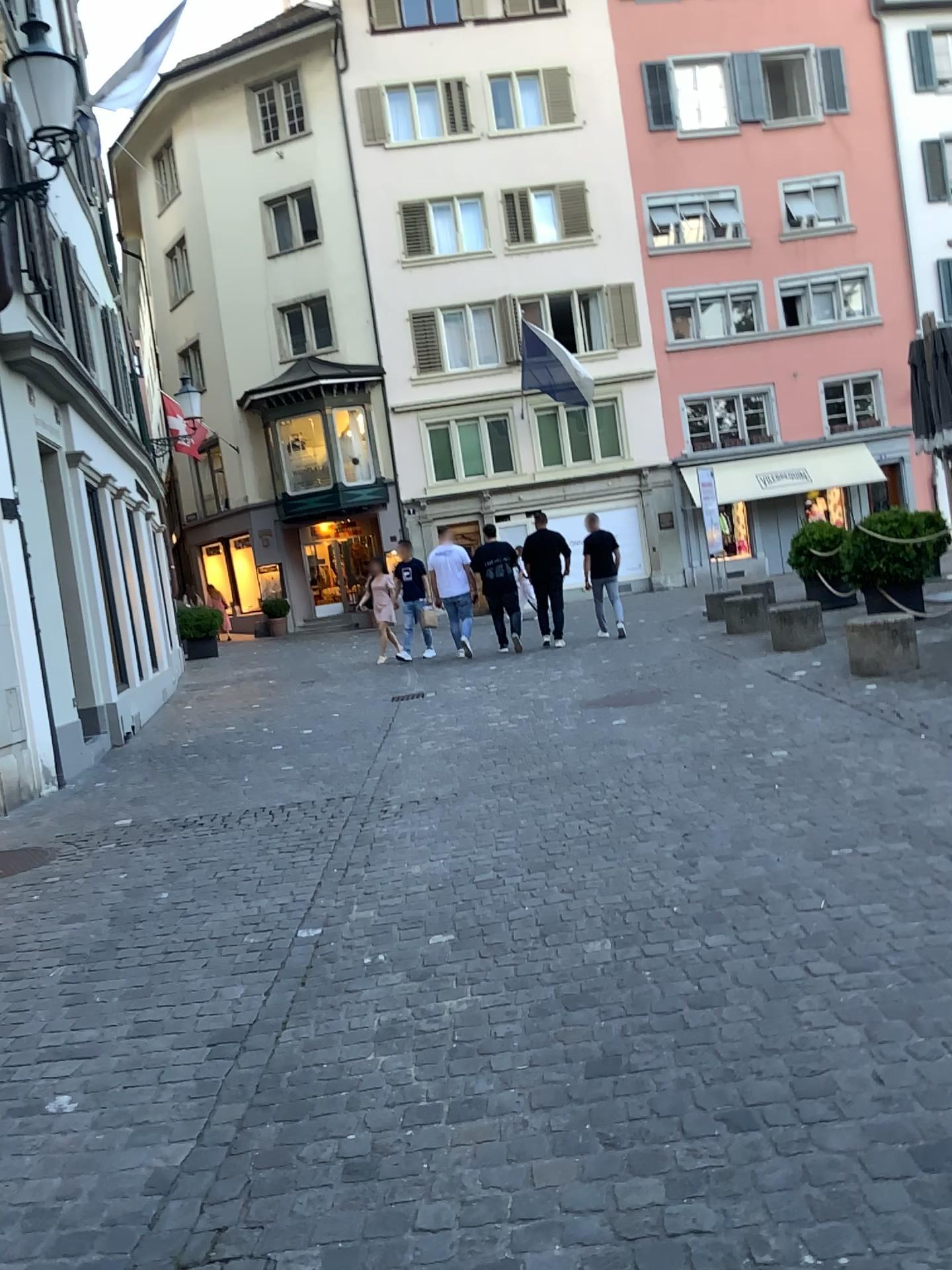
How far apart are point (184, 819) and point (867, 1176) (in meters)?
4.62
